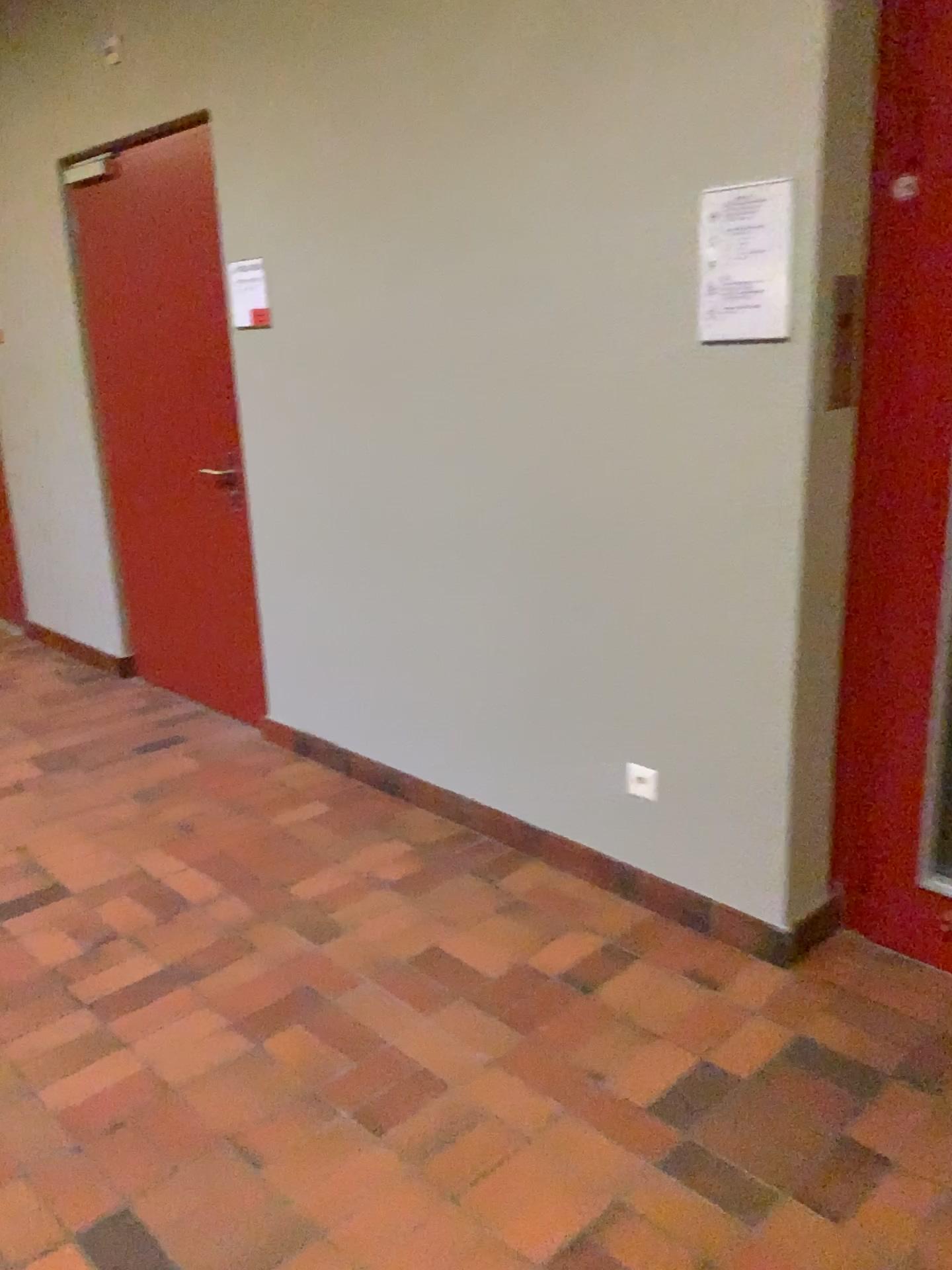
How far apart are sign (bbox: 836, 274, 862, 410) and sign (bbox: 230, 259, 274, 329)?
2.0m

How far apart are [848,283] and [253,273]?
2.0m

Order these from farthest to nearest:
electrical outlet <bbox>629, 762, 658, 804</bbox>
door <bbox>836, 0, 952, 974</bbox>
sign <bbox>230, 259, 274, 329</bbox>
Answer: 1. sign <bbox>230, 259, 274, 329</bbox>
2. electrical outlet <bbox>629, 762, 658, 804</bbox>
3. door <bbox>836, 0, 952, 974</bbox>

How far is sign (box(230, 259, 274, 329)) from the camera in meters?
3.4

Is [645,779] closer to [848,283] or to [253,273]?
[848,283]

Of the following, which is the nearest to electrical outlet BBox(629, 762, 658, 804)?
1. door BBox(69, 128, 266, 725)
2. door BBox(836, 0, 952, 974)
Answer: door BBox(836, 0, 952, 974)

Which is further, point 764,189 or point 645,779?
point 645,779

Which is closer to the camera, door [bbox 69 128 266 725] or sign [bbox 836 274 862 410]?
sign [bbox 836 274 862 410]

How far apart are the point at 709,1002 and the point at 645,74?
2.0m

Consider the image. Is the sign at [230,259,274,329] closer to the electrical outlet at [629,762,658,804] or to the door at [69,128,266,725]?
the door at [69,128,266,725]
